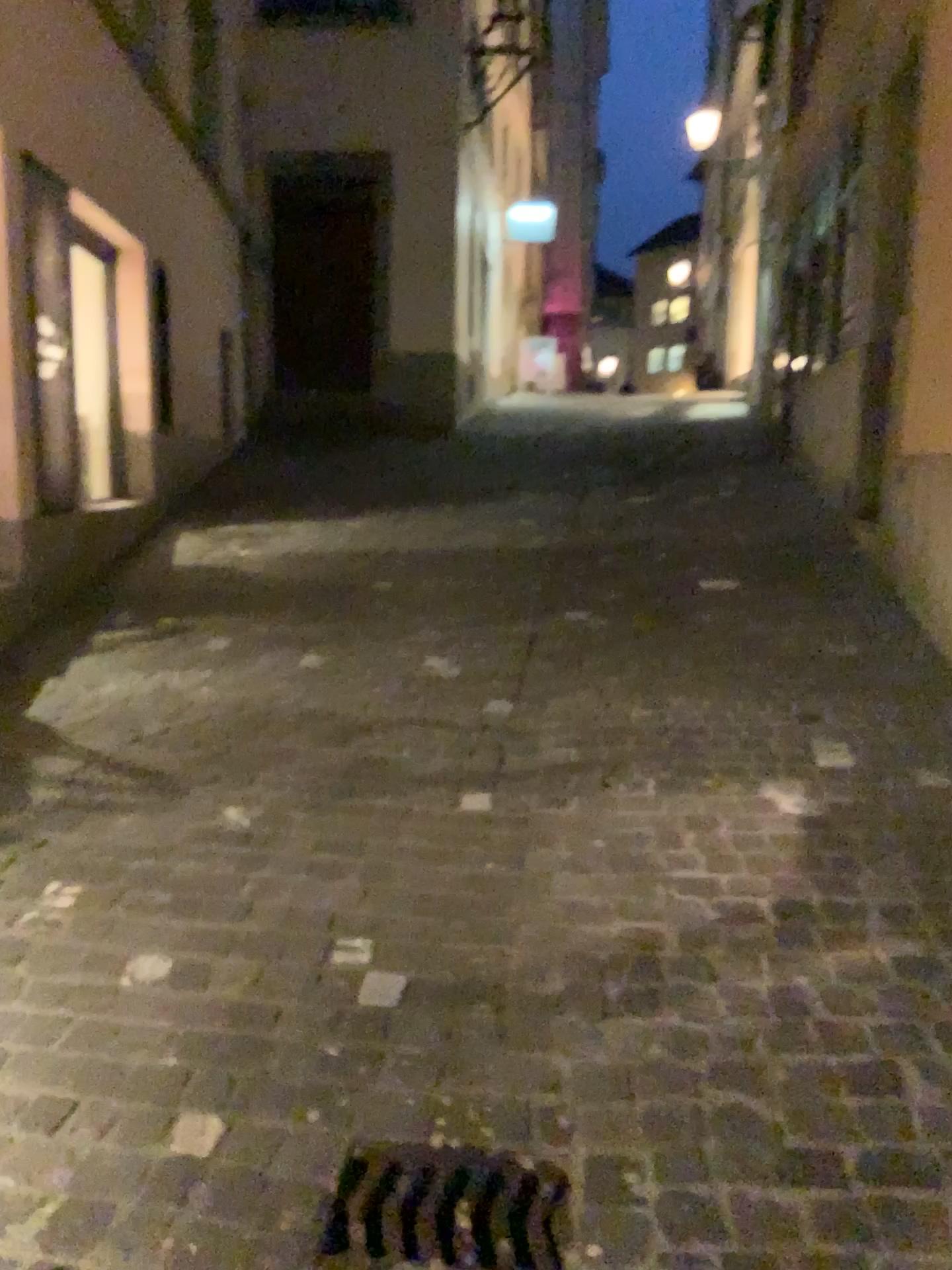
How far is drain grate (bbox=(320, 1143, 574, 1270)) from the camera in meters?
1.6 m

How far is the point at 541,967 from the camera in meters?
2.2

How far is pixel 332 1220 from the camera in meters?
1.6 m
